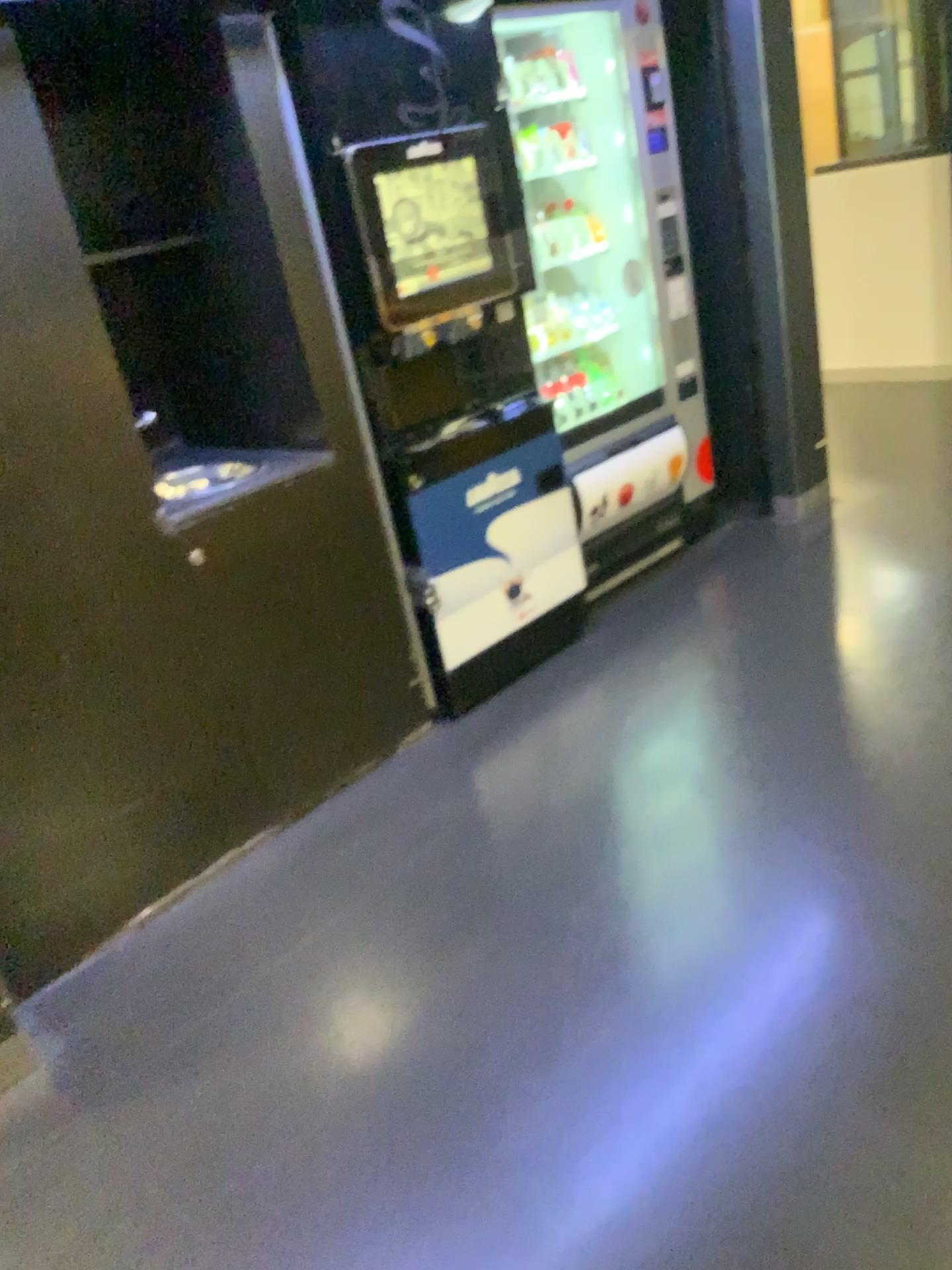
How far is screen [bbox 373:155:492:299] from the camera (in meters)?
2.63

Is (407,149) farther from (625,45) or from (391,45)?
(625,45)

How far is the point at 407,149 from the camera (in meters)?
2.59

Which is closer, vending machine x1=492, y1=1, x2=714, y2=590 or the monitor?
the monitor

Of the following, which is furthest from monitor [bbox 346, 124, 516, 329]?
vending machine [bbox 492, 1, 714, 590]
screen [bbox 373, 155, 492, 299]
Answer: vending machine [bbox 492, 1, 714, 590]

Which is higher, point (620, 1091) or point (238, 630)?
point (238, 630)

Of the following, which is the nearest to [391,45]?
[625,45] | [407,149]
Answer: [407,149]

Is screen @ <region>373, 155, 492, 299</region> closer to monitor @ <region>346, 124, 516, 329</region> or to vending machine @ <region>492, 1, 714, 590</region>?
monitor @ <region>346, 124, 516, 329</region>

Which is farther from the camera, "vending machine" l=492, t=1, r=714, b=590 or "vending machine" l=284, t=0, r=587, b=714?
"vending machine" l=492, t=1, r=714, b=590
